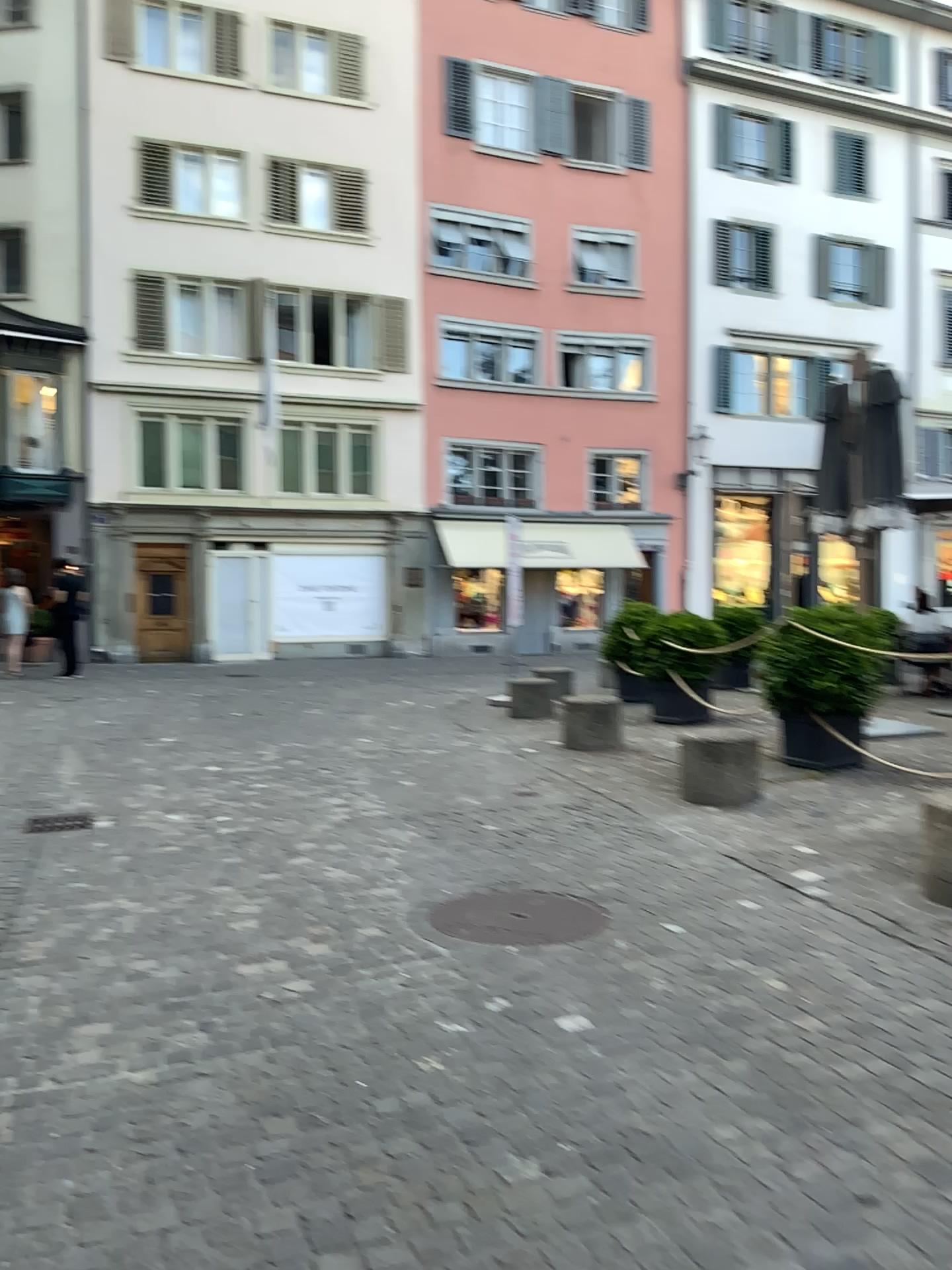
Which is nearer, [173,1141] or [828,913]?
[173,1141]

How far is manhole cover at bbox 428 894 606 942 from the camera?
4.0m

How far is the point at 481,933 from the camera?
4.0 meters
